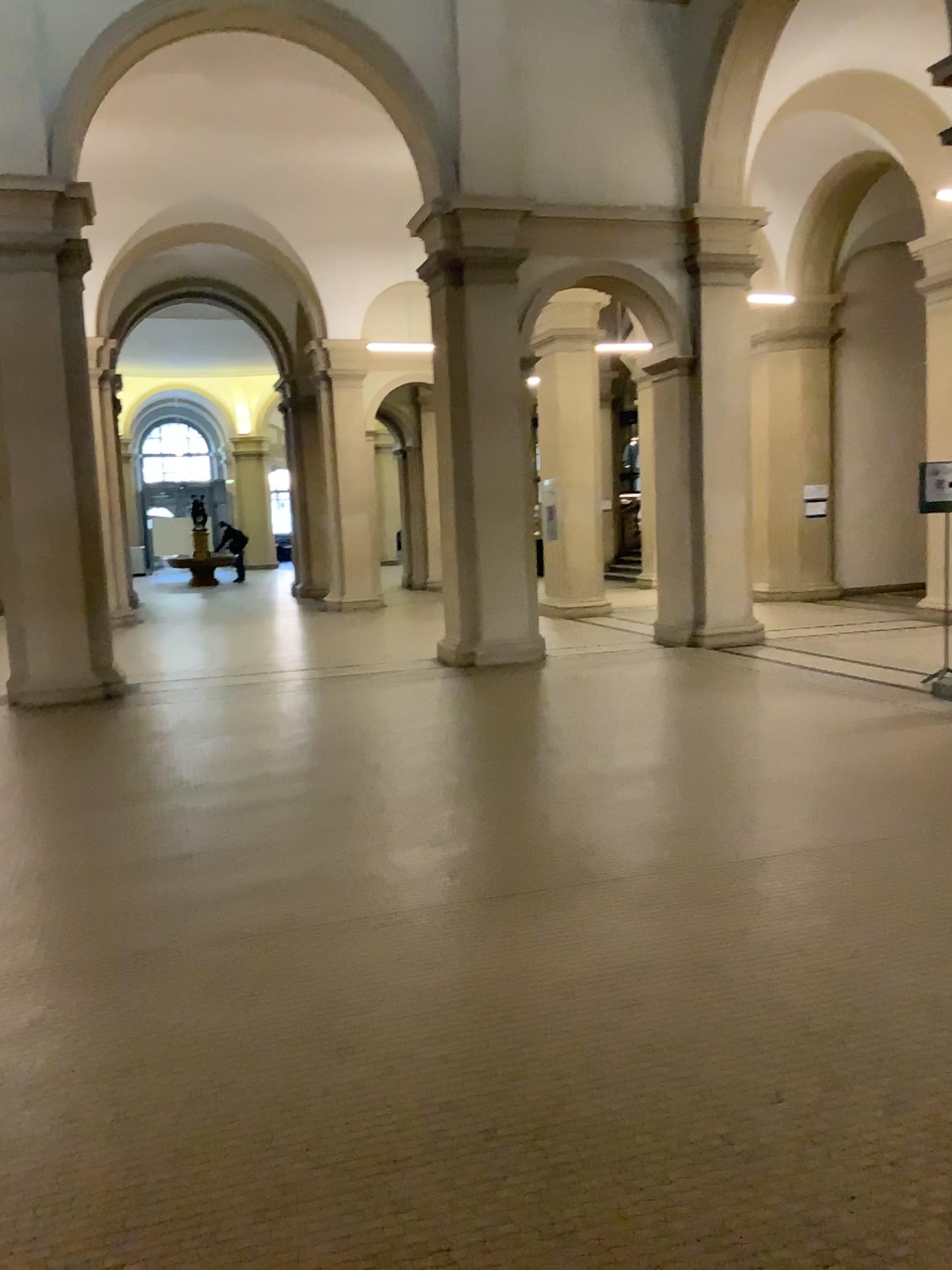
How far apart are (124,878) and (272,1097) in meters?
2.0
